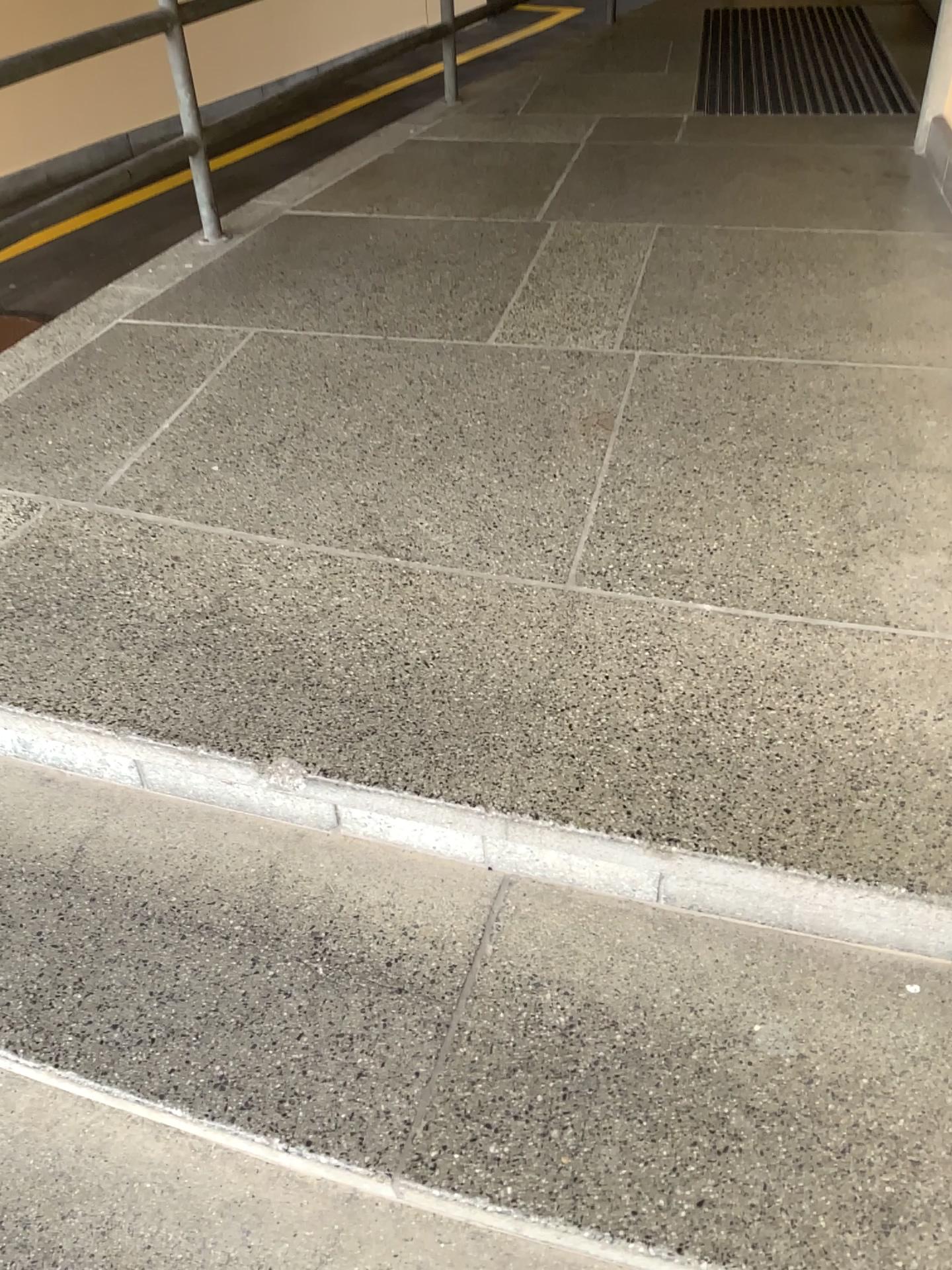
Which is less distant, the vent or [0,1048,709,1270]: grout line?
[0,1048,709,1270]: grout line

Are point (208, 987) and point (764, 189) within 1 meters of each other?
no

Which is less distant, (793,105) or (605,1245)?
(605,1245)
